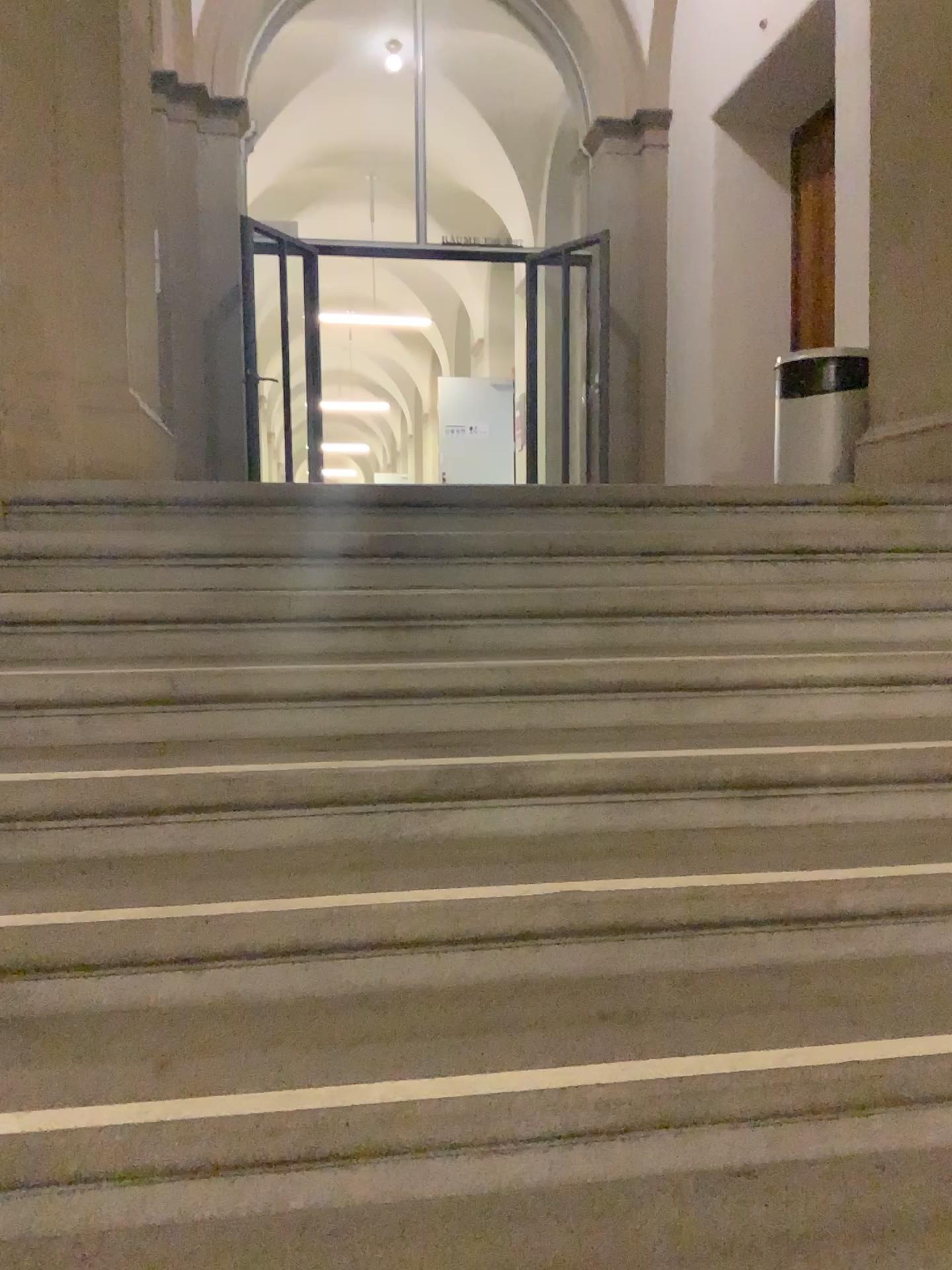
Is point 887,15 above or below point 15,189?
above

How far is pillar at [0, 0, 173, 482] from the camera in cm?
305

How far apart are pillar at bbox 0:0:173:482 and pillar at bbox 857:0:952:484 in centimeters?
281cm

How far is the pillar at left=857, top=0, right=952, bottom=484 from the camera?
4.1 meters

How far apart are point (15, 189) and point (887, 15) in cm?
330

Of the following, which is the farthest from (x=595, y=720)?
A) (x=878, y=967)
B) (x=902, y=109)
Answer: (x=902, y=109)

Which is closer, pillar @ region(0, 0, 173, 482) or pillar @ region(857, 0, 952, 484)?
pillar @ region(0, 0, 173, 482)

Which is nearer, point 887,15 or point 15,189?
point 15,189
